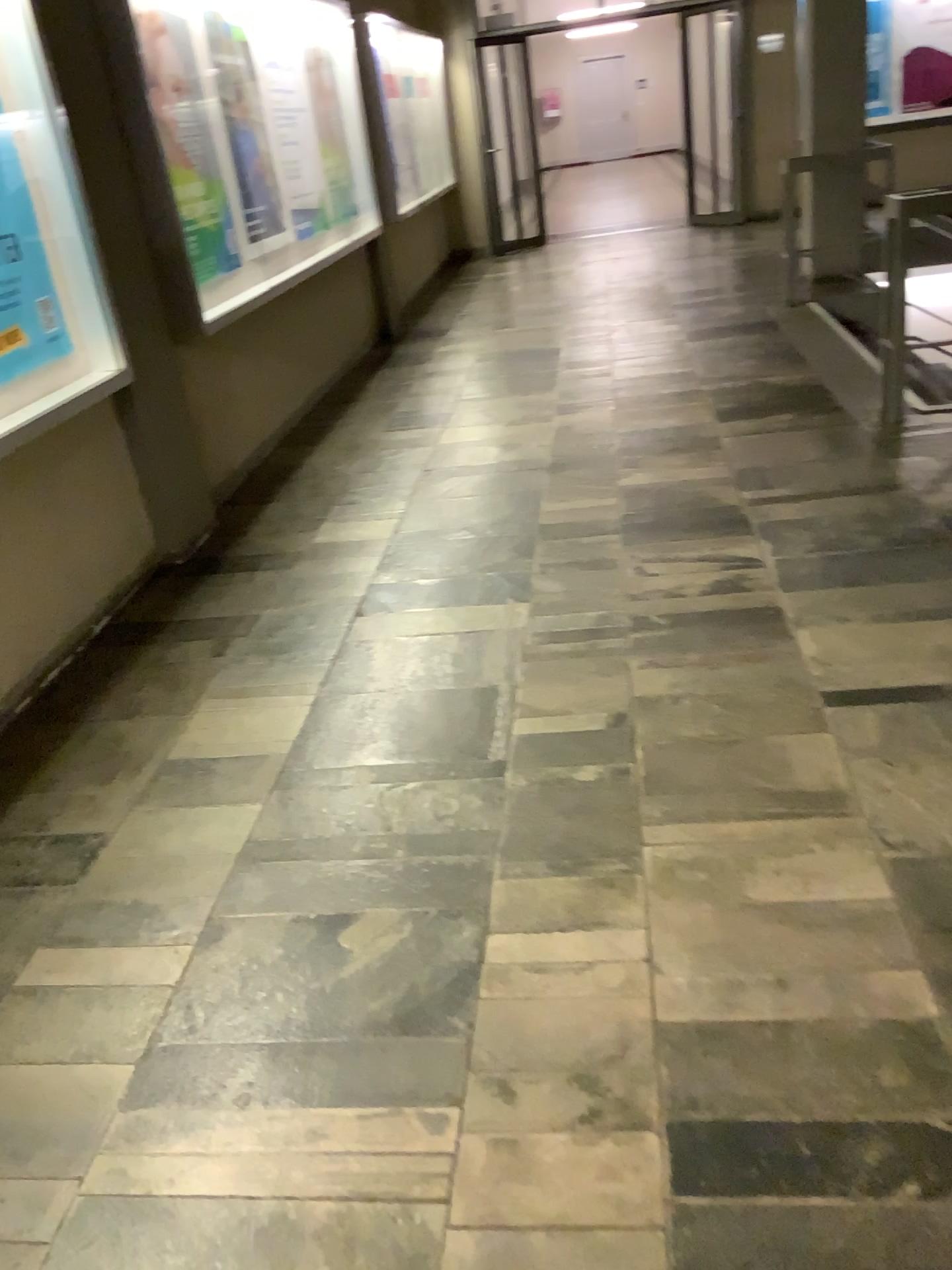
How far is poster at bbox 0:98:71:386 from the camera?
3.2m

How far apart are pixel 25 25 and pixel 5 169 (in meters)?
0.43

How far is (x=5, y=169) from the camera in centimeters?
320cm

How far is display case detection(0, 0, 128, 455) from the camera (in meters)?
3.17

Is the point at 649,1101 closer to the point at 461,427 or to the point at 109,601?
the point at 109,601

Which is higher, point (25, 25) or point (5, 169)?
point (25, 25)
